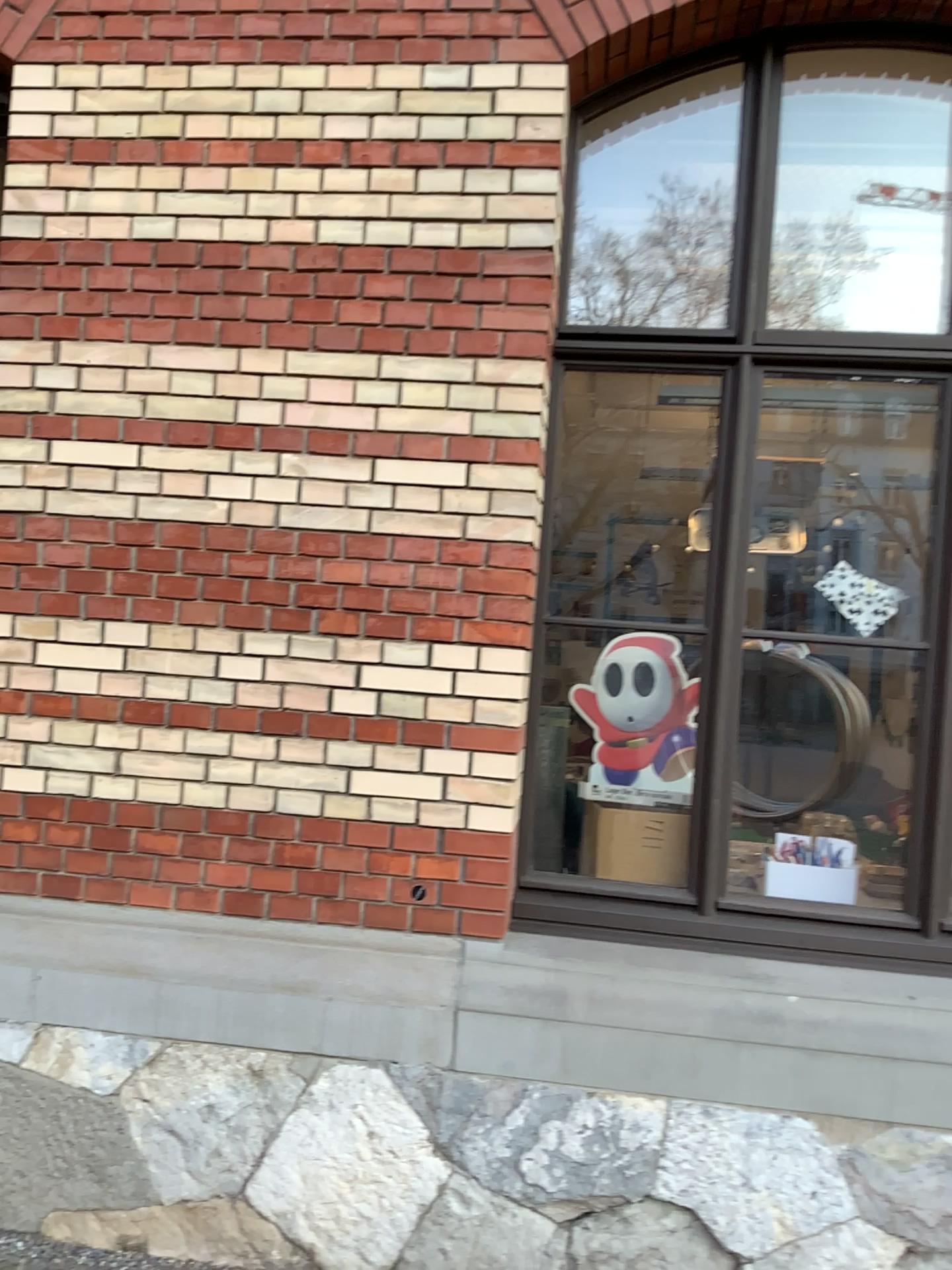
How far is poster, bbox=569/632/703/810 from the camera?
3.1m

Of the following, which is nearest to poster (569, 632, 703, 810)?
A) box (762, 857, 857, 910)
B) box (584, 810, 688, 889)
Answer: box (584, 810, 688, 889)

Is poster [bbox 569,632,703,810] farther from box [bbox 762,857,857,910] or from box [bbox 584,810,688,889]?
box [bbox 762,857,857,910]

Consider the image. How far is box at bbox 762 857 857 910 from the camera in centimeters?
293cm

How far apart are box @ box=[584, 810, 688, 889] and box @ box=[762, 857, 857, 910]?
0.26m

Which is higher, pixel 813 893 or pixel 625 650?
pixel 625 650

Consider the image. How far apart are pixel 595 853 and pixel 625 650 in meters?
0.6 m

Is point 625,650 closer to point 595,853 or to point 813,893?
point 595,853

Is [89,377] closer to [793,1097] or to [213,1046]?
[213,1046]

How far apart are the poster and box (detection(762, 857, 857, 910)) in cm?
31
